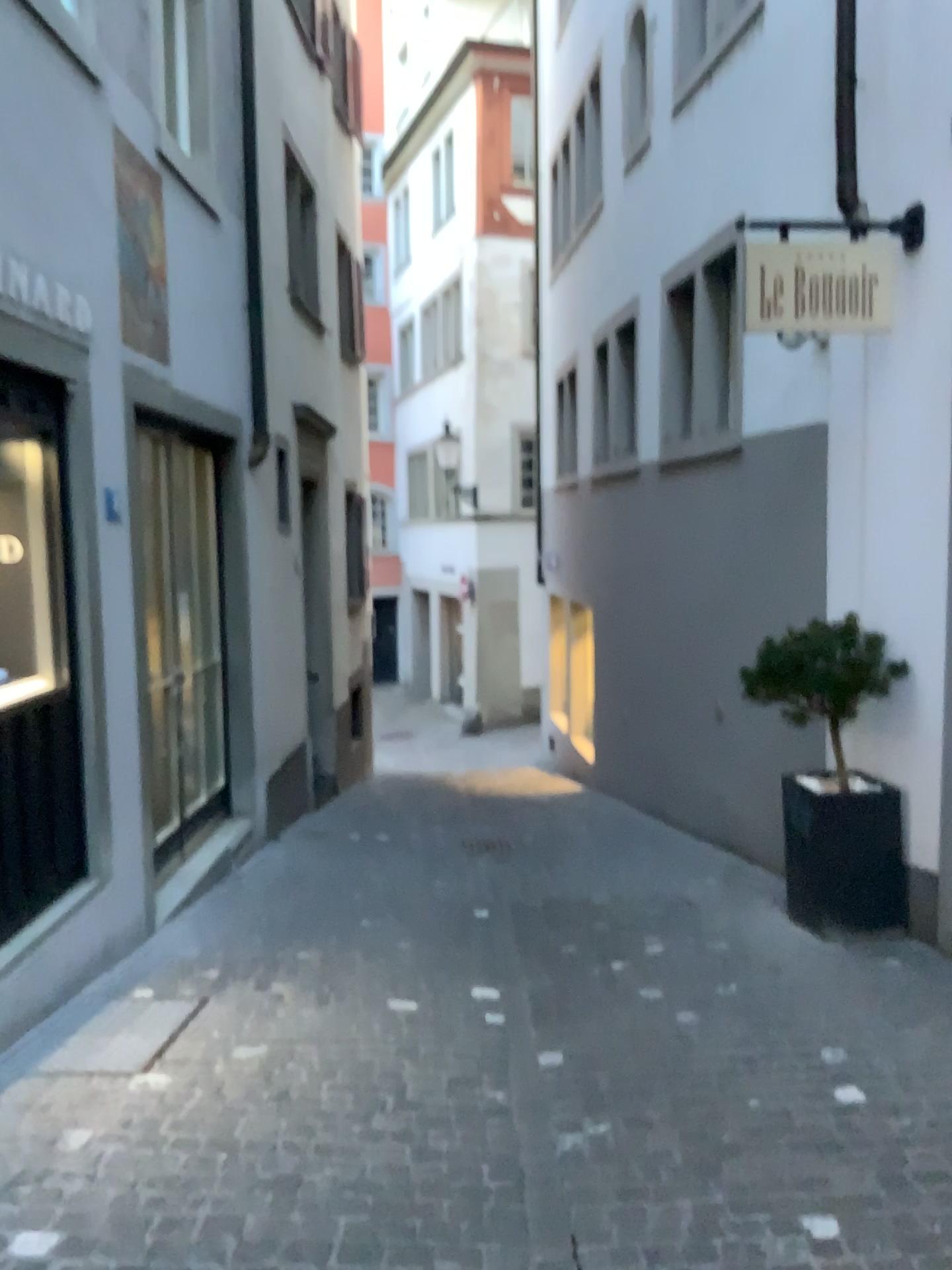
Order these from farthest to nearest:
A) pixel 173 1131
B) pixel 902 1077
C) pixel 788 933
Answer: pixel 788 933 → pixel 902 1077 → pixel 173 1131
